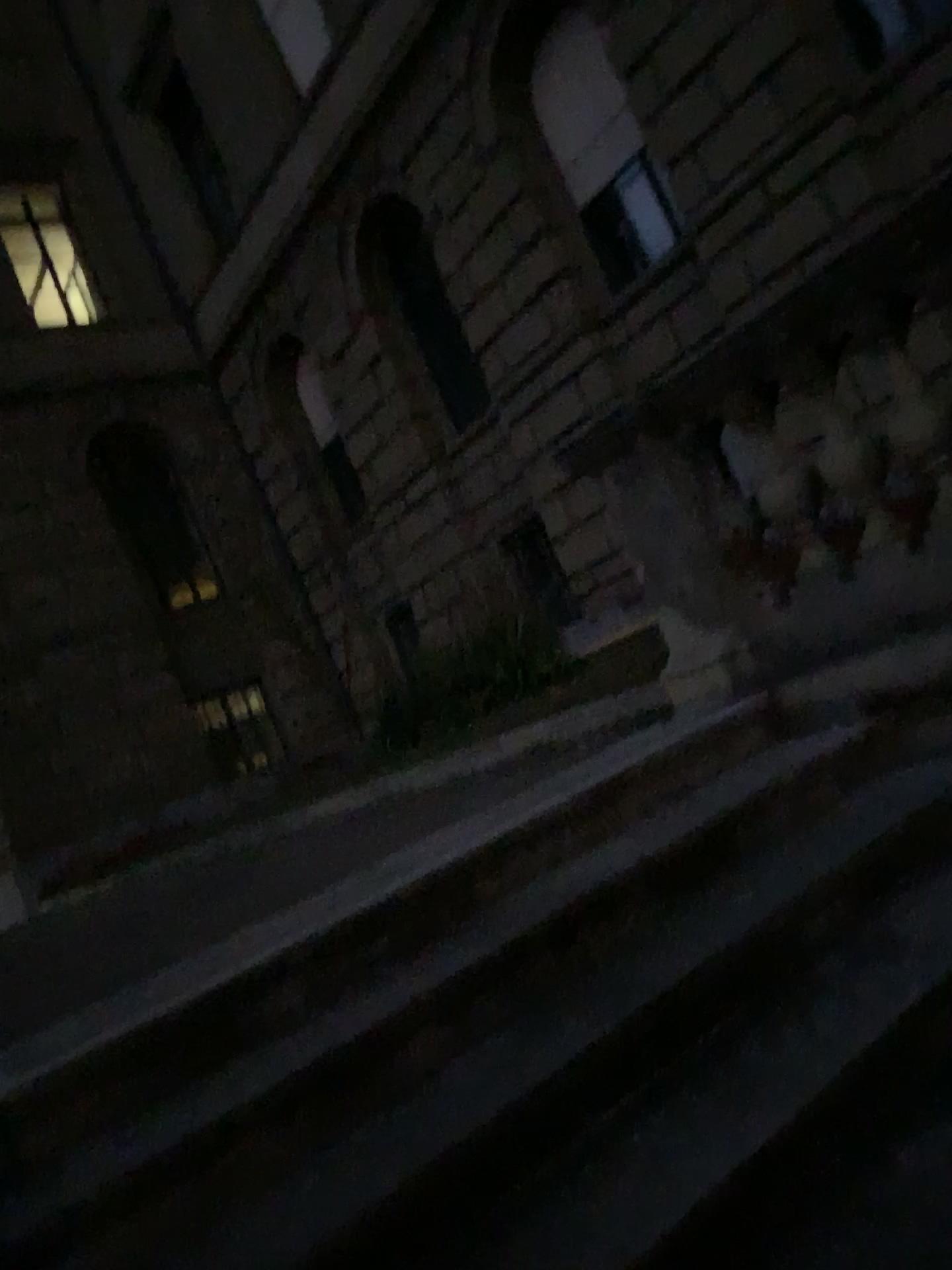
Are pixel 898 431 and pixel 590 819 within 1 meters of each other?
no
